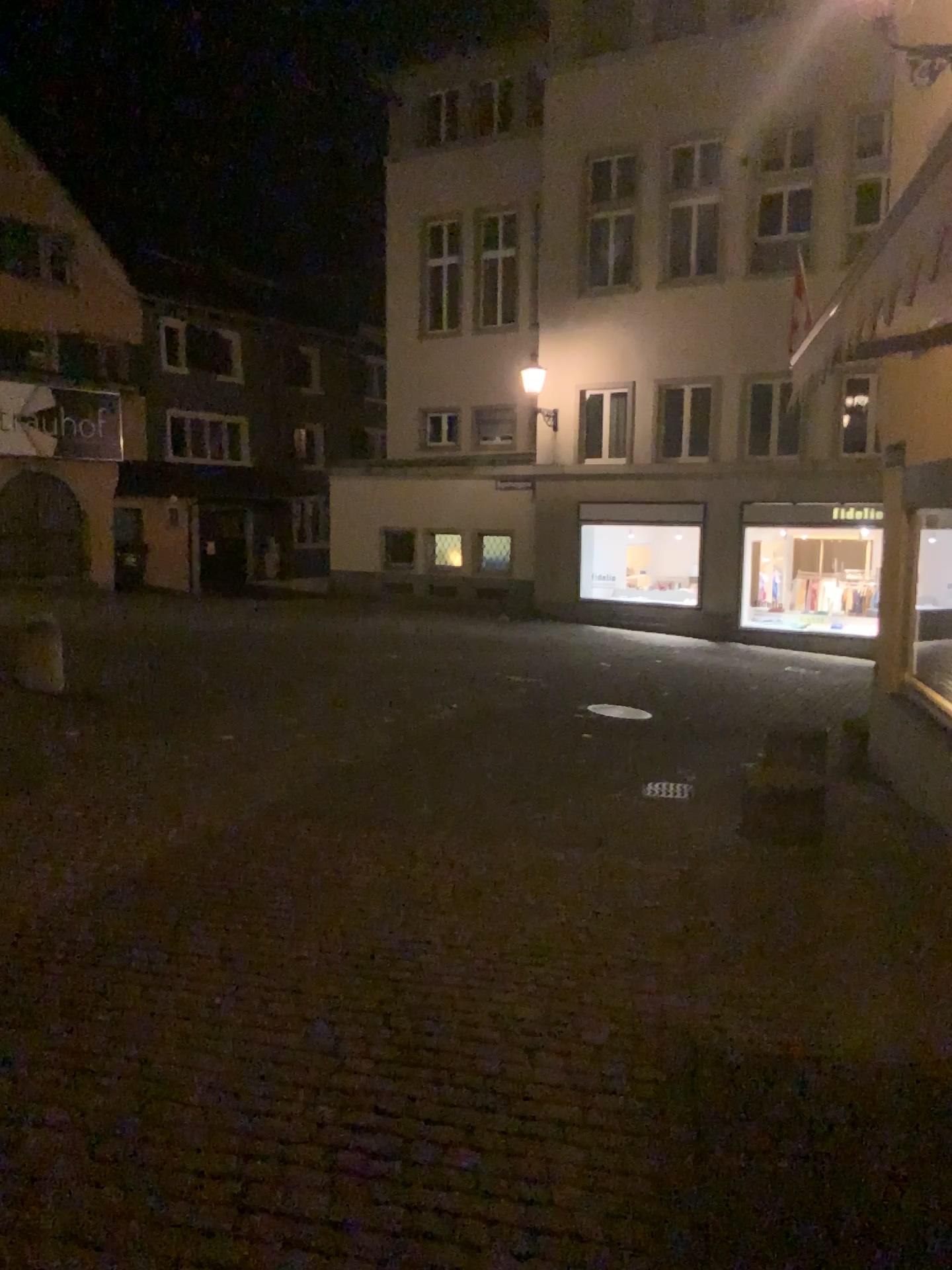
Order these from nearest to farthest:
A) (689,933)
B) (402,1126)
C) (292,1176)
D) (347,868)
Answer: (292,1176)
(402,1126)
(689,933)
(347,868)
